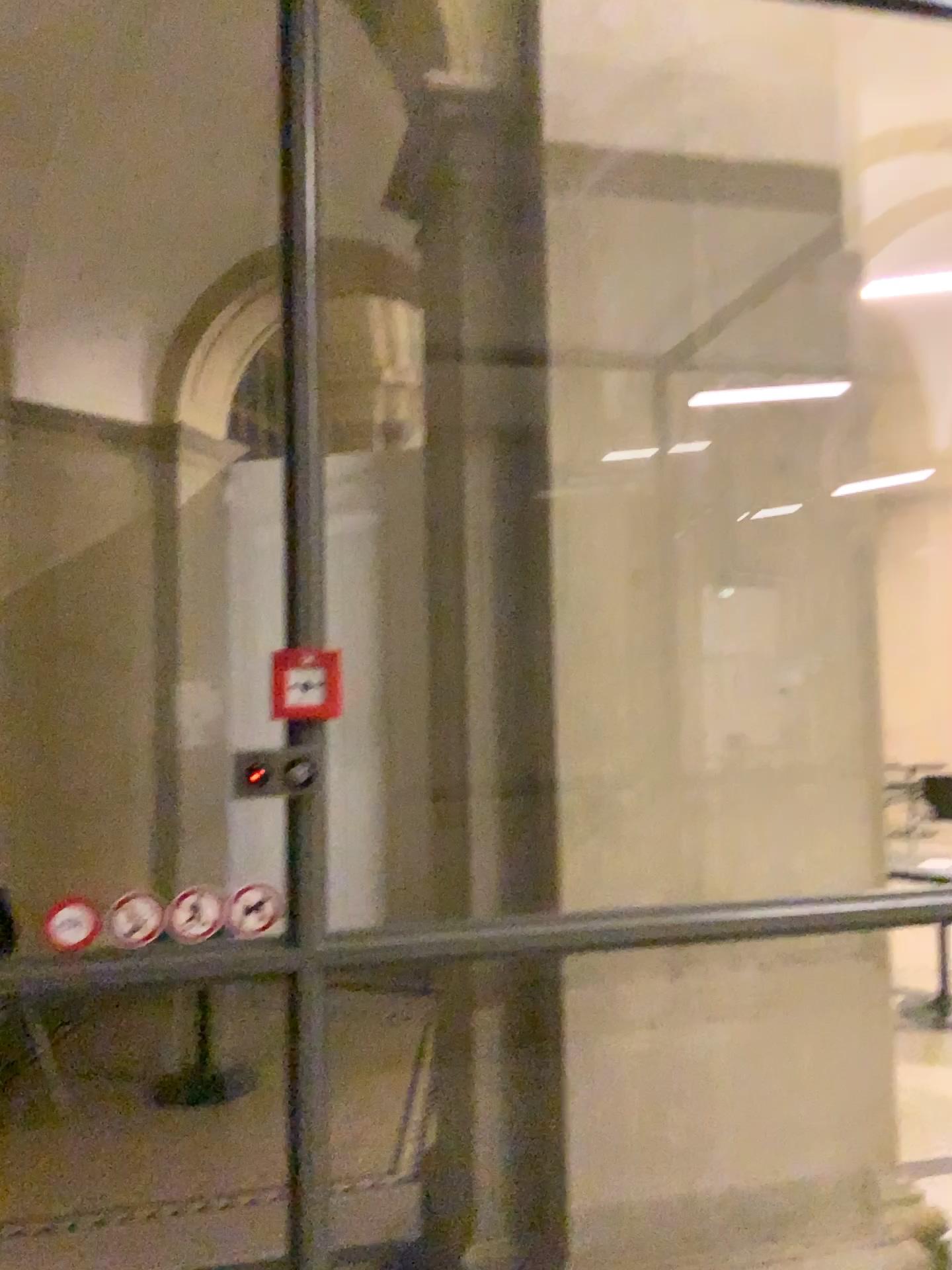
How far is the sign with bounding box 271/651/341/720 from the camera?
1.9 meters

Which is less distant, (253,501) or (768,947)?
(253,501)

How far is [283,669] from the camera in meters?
1.9
